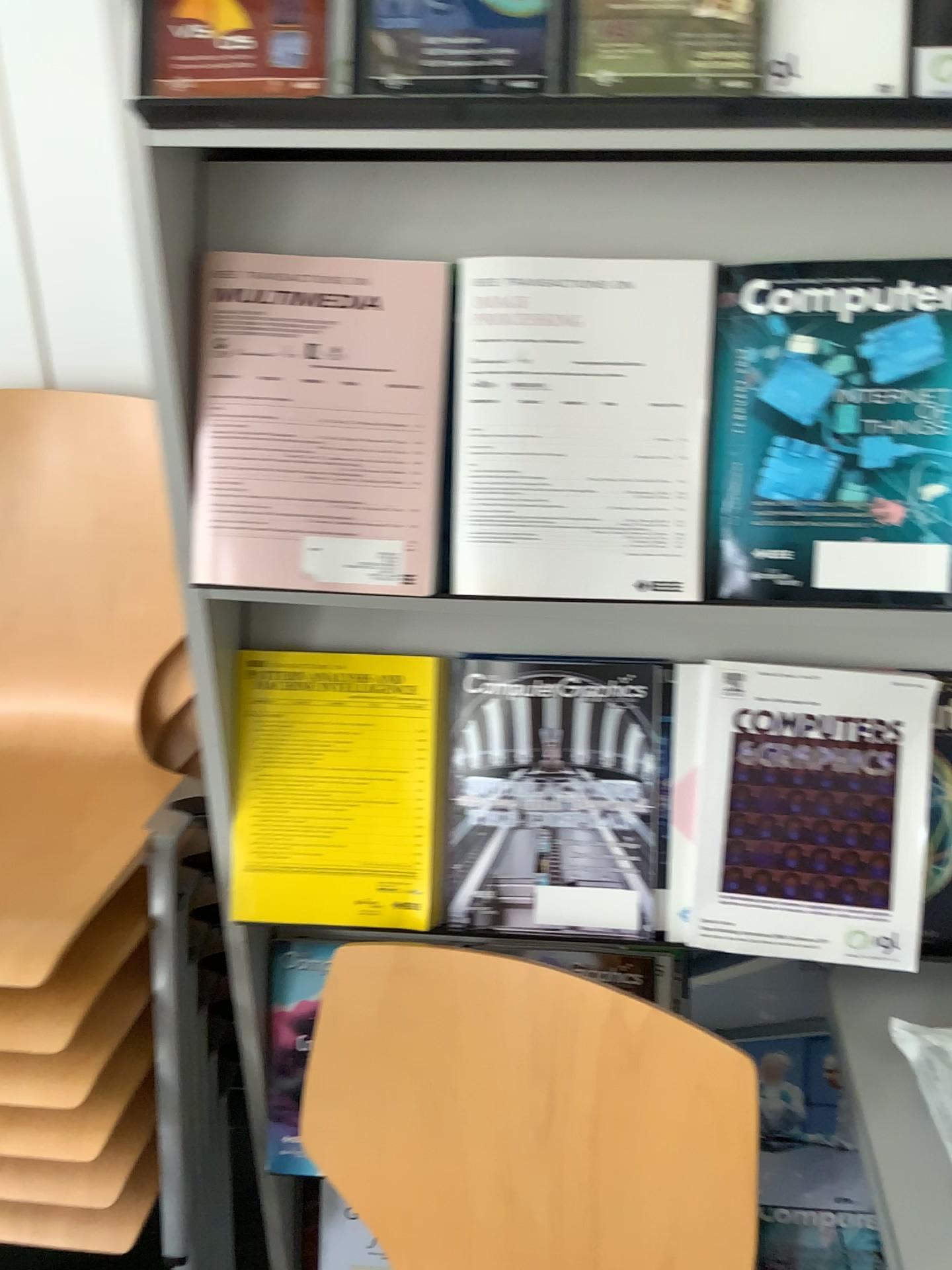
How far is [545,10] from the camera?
0.73m

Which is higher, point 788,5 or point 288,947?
point 788,5

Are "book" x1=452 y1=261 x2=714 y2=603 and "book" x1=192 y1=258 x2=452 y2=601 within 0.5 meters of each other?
yes

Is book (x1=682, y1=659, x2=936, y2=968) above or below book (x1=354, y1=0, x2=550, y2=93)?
below

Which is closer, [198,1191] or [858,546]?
[858,546]

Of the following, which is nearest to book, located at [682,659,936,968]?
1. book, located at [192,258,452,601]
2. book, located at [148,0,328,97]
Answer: book, located at [192,258,452,601]

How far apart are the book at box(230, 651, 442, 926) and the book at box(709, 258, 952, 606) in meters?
0.3

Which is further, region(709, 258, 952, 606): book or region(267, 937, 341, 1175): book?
region(267, 937, 341, 1175): book

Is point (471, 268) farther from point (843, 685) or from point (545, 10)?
point (843, 685)

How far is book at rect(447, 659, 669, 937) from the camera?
1.03m
